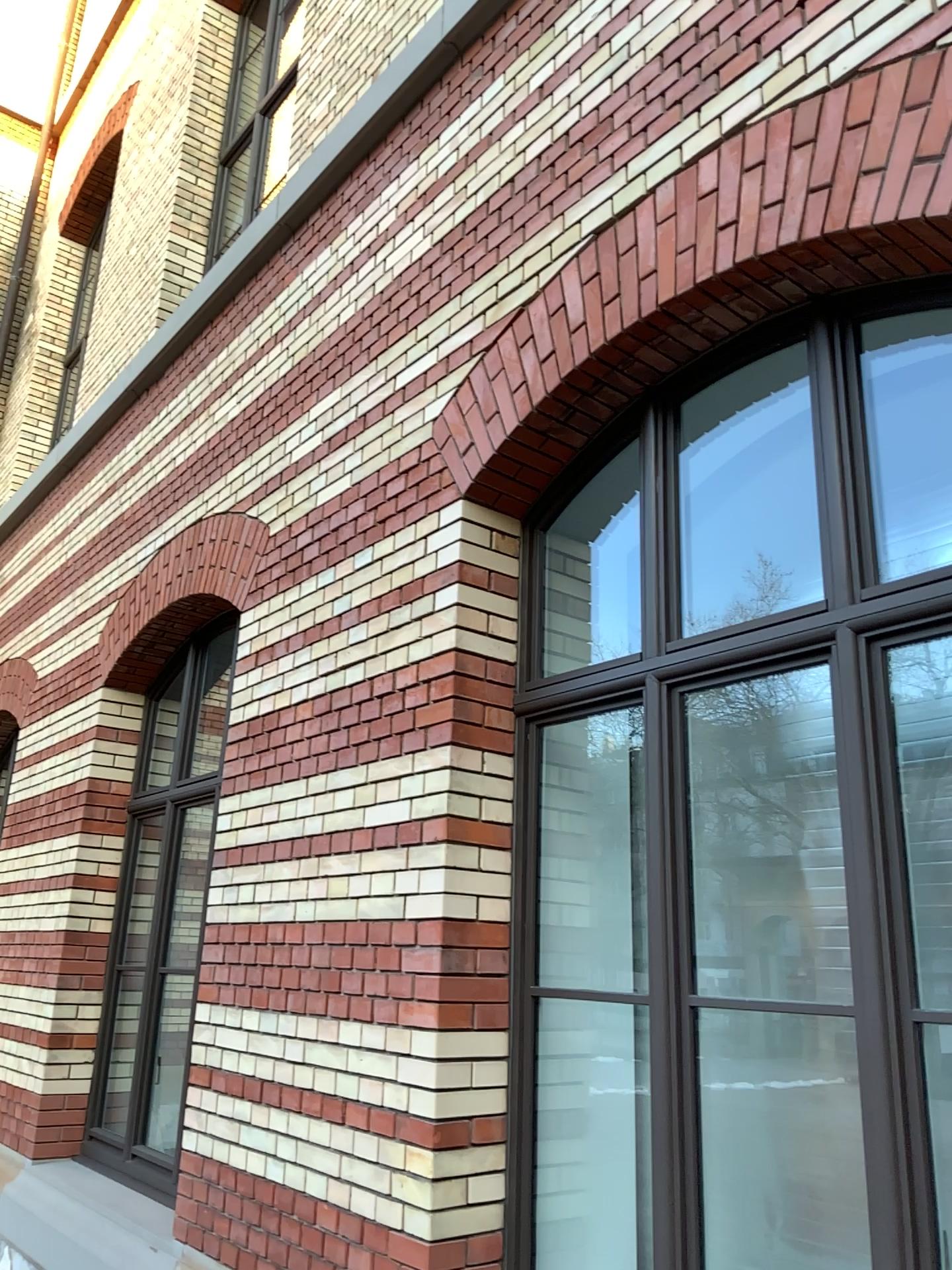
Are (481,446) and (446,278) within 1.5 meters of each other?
yes

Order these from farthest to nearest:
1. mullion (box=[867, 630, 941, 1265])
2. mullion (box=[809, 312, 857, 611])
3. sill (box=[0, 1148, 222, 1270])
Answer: sill (box=[0, 1148, 222, 1270]), mullion (box=[809, 312, 857, 611]), mullion (box=[867, 630, 941, 1265])

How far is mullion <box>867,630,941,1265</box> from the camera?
1.99m

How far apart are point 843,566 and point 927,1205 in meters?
1.3

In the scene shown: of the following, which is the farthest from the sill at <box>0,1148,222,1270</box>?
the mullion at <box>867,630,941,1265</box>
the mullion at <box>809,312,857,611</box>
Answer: the mullion at <box>809,312,857,611</box>

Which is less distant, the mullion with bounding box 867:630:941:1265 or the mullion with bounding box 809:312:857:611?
the mullion with bounding box 867:630:941:1265

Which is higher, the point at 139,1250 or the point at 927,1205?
the point at 927,1205

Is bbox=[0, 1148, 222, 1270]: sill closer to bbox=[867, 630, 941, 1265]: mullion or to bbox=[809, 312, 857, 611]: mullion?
bbox=[867, 630, 941, 1265]: mullion

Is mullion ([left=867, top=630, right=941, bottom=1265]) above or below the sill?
above

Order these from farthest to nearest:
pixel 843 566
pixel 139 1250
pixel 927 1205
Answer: pixel 139 1250 < pixel 843 566 < pixel 927 1205
